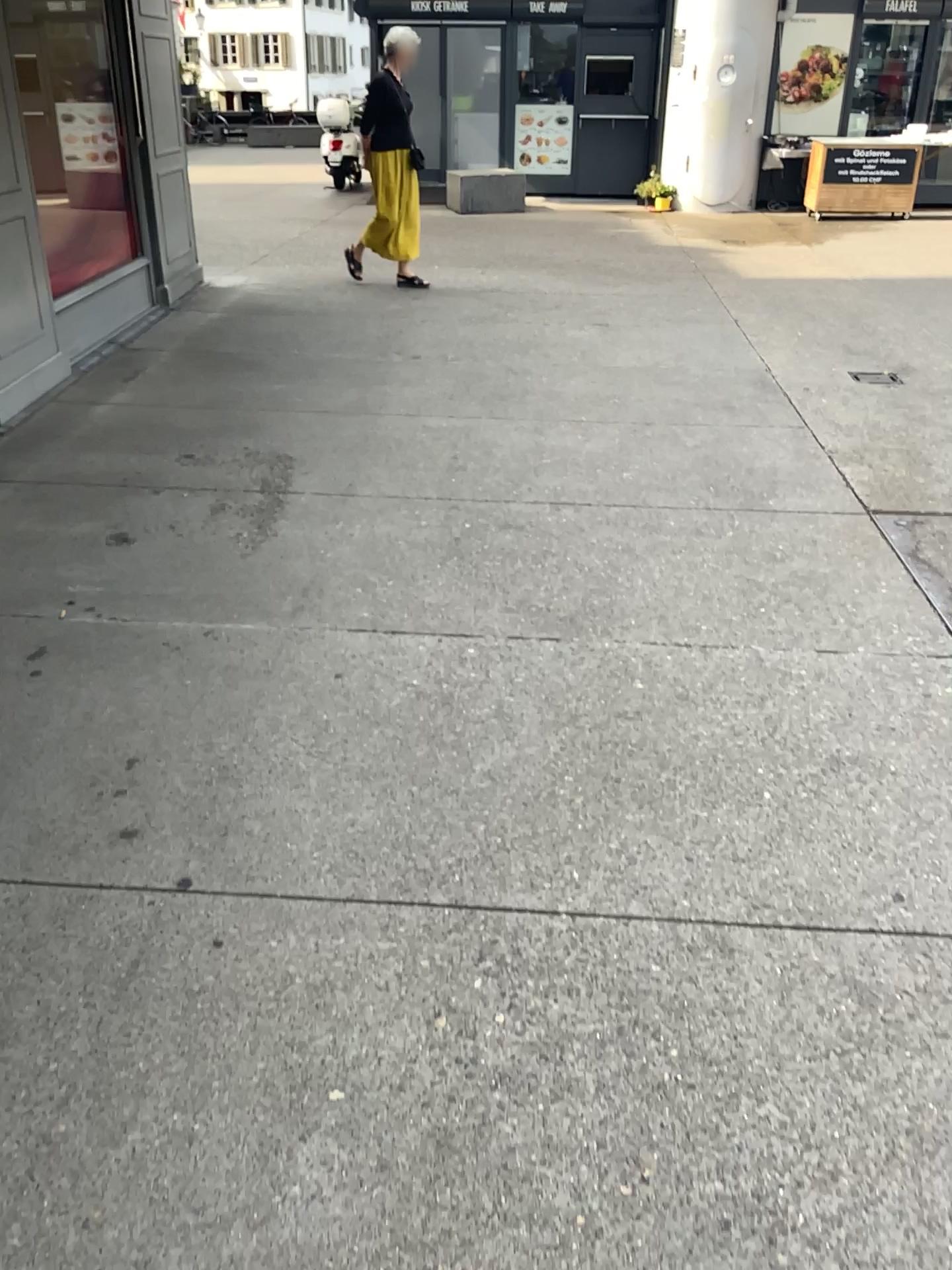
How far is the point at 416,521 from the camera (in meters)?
3.82
